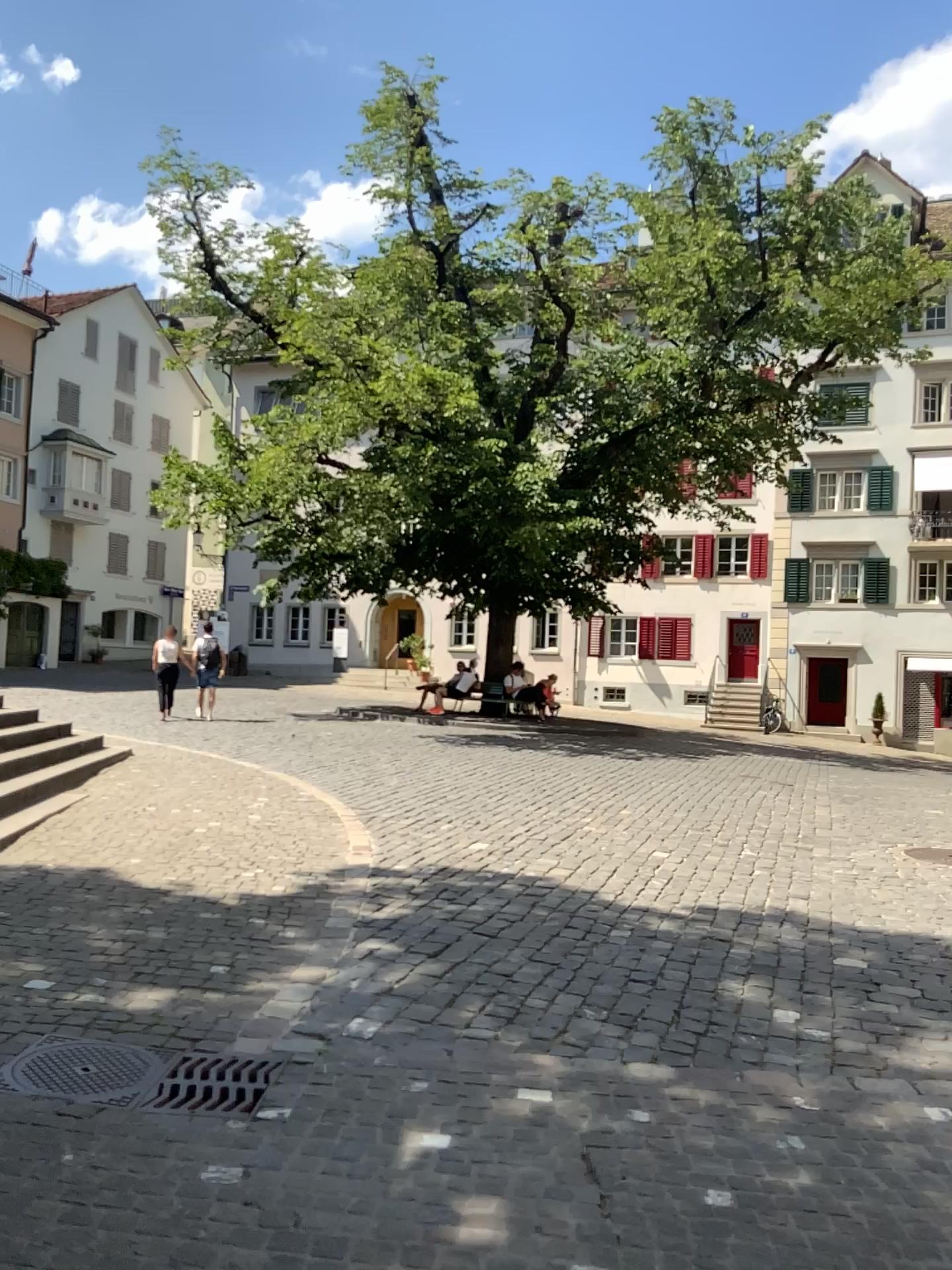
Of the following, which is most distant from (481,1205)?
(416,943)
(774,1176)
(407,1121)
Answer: (416,943)

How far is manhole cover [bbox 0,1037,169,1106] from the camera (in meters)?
3.40

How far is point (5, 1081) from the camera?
3.40m
